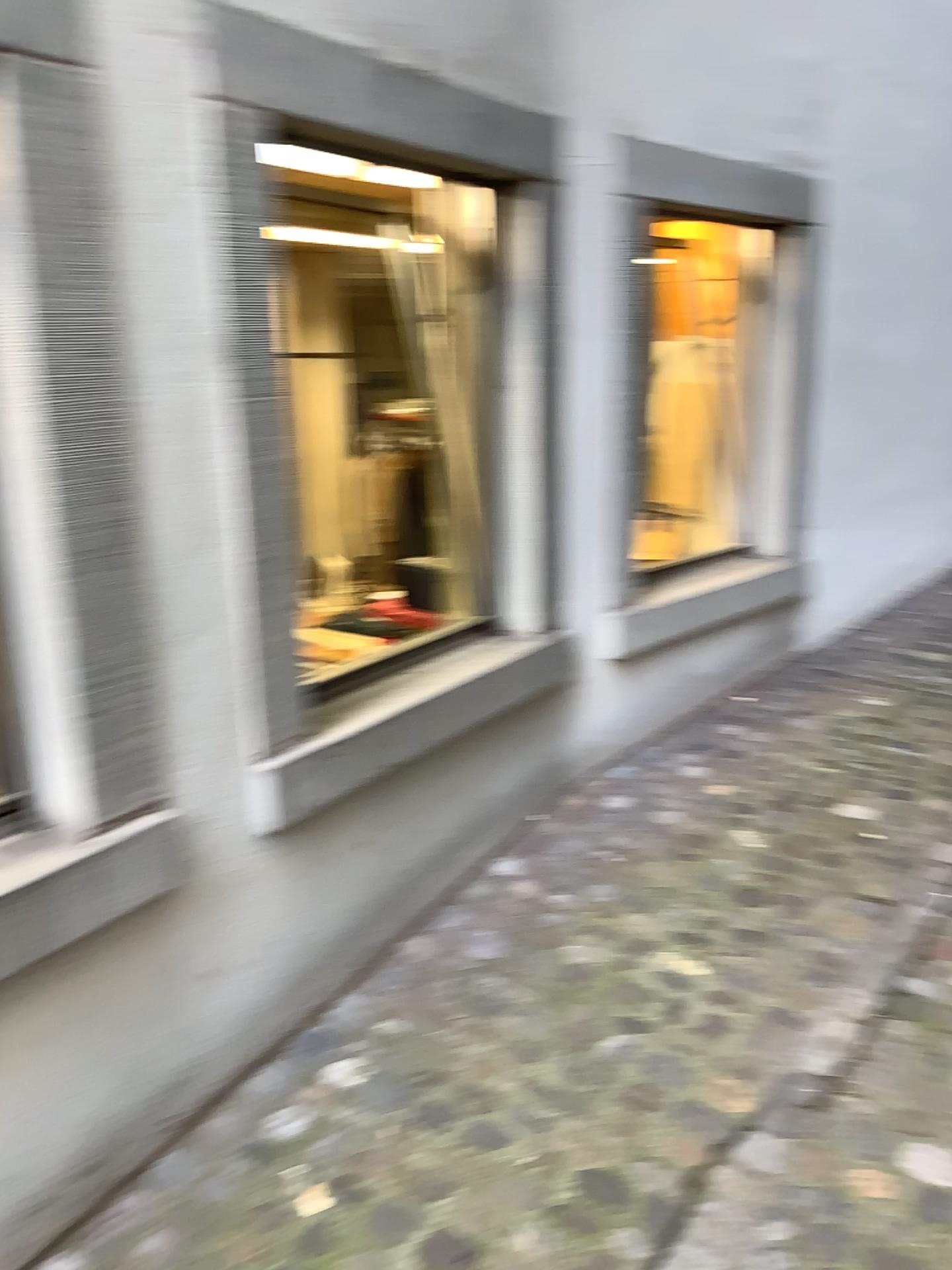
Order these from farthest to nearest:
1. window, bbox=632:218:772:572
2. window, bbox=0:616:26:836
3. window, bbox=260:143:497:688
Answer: window, bbox=632:218:772:572 < window, bbox=260:143:497:688 < window, bbox=0:616:26:836

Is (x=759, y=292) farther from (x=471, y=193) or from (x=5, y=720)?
(x=5, y=720)

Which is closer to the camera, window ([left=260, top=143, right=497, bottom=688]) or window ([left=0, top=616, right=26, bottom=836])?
window ([left=0, top=616, right=26, bottom=836])

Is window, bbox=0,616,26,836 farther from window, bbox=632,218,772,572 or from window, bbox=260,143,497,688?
window, bbox=632,218,772,572

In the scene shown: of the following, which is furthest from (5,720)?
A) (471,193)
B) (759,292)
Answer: (759,292)

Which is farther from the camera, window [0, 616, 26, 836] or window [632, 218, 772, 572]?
window [632, 218, 772, 572]

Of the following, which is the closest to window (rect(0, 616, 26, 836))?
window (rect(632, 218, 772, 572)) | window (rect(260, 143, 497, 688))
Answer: window (rect(260, 143, 497, 688))

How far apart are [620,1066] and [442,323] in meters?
1.8

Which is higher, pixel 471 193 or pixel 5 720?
→ pixel 471 193
